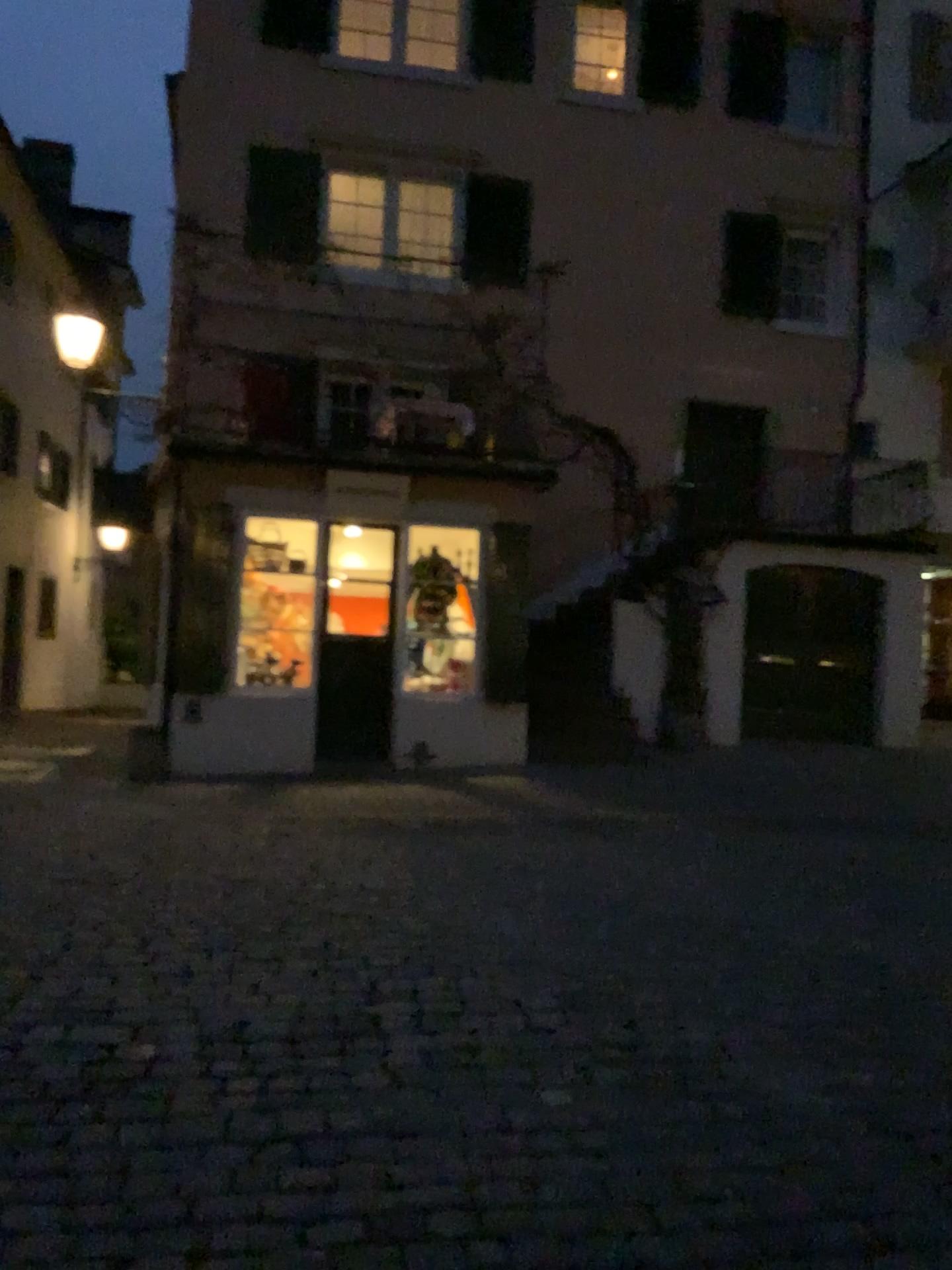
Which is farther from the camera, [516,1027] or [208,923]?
[208,923]
